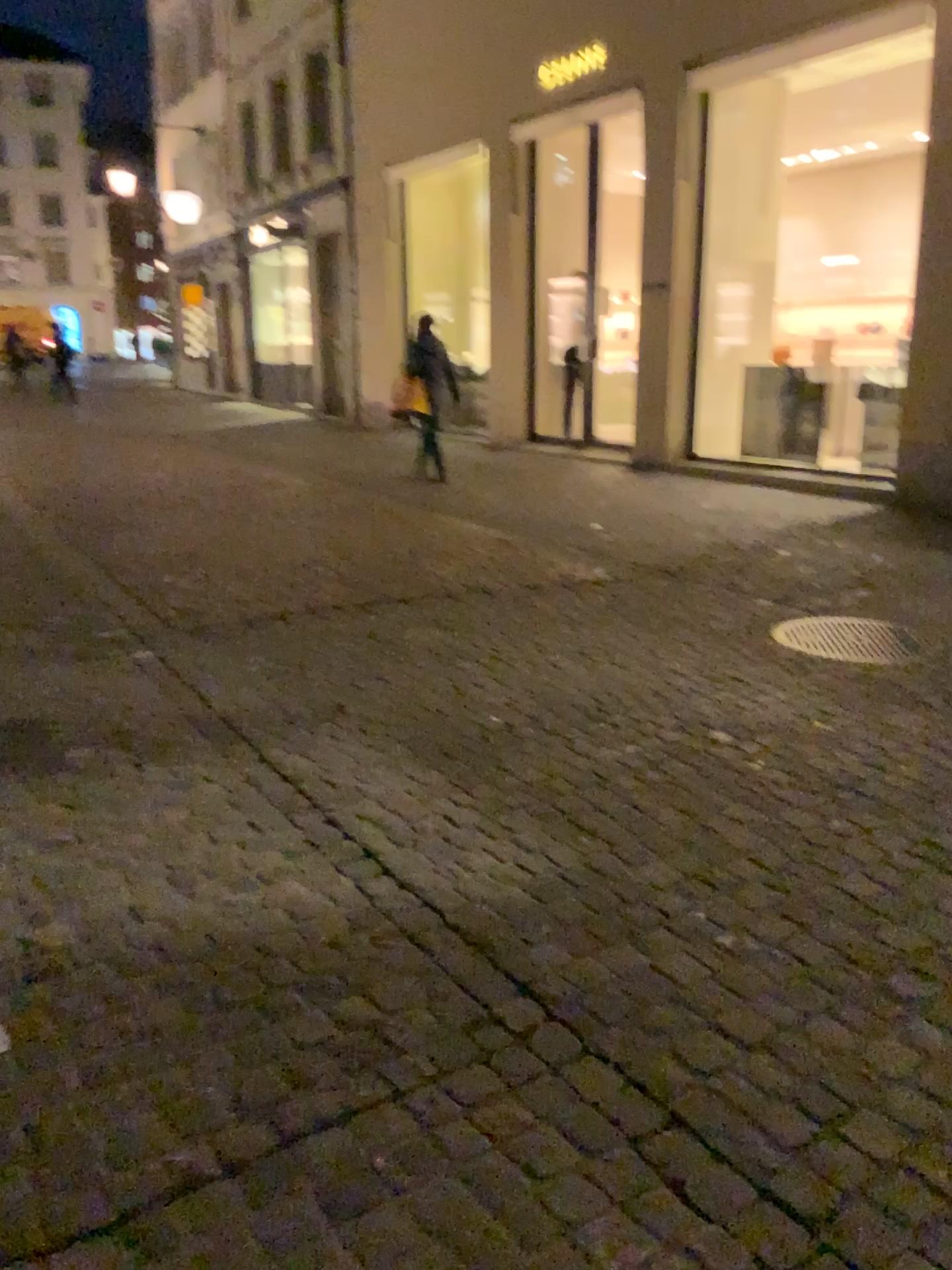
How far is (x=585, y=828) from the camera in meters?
2.8 m
